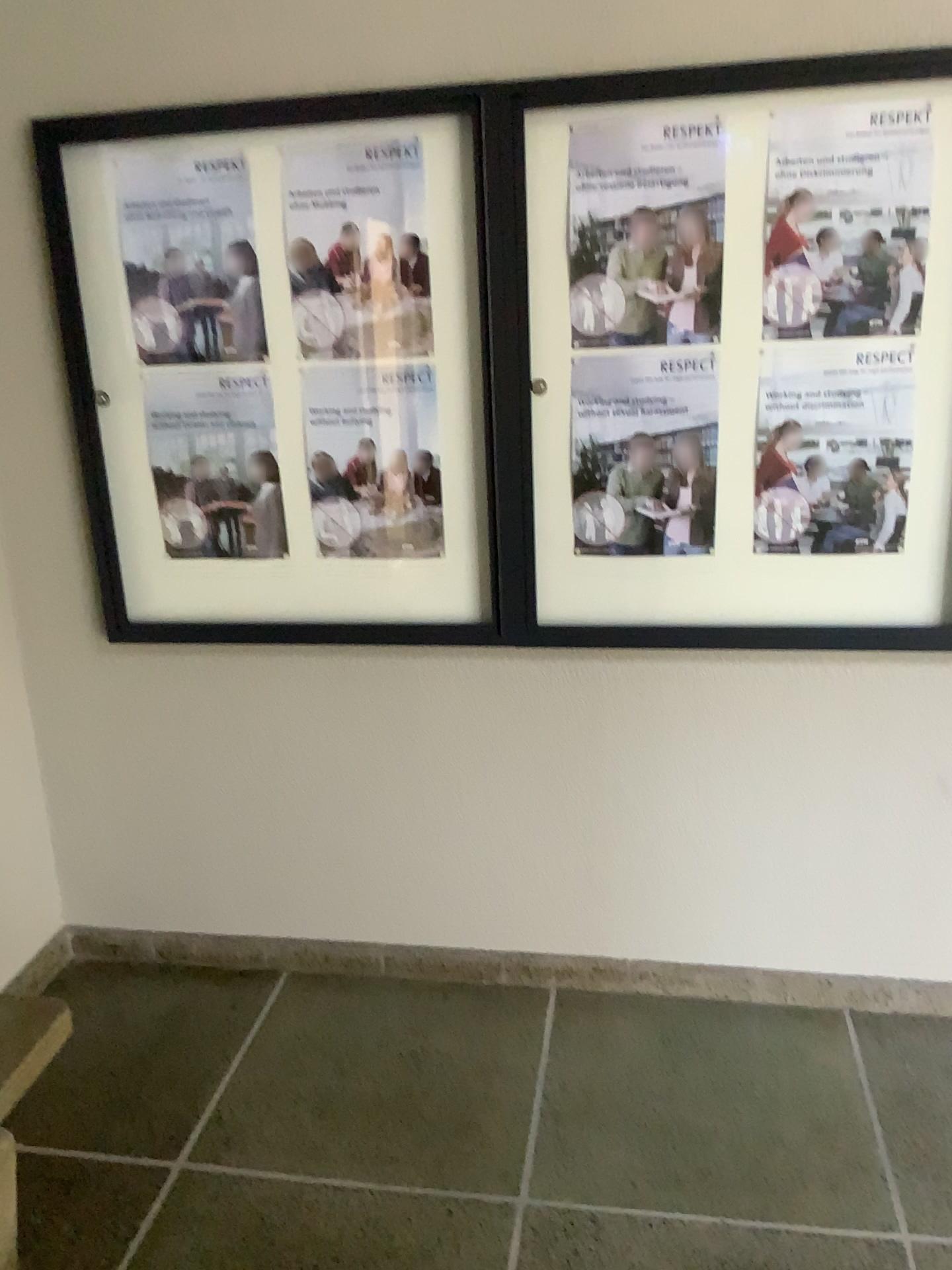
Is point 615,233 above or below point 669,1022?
above

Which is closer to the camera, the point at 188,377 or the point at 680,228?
the point at 680,228

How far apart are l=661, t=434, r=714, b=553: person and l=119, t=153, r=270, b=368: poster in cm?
92

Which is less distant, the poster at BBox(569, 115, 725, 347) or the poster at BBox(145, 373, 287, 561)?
the poster at BBox(569, 115, 725, 347)

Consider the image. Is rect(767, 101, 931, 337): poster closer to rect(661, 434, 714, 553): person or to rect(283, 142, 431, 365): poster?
rect(661, 434, 714, 553): person

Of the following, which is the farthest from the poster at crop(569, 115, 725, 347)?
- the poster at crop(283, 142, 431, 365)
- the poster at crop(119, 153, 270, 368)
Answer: the poster at crop(119, 153, 270, 368)

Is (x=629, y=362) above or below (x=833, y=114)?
below

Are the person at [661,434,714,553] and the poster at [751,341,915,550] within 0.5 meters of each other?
yes

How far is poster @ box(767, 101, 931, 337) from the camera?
2.0 meters

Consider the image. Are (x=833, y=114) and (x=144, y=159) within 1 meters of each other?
no
